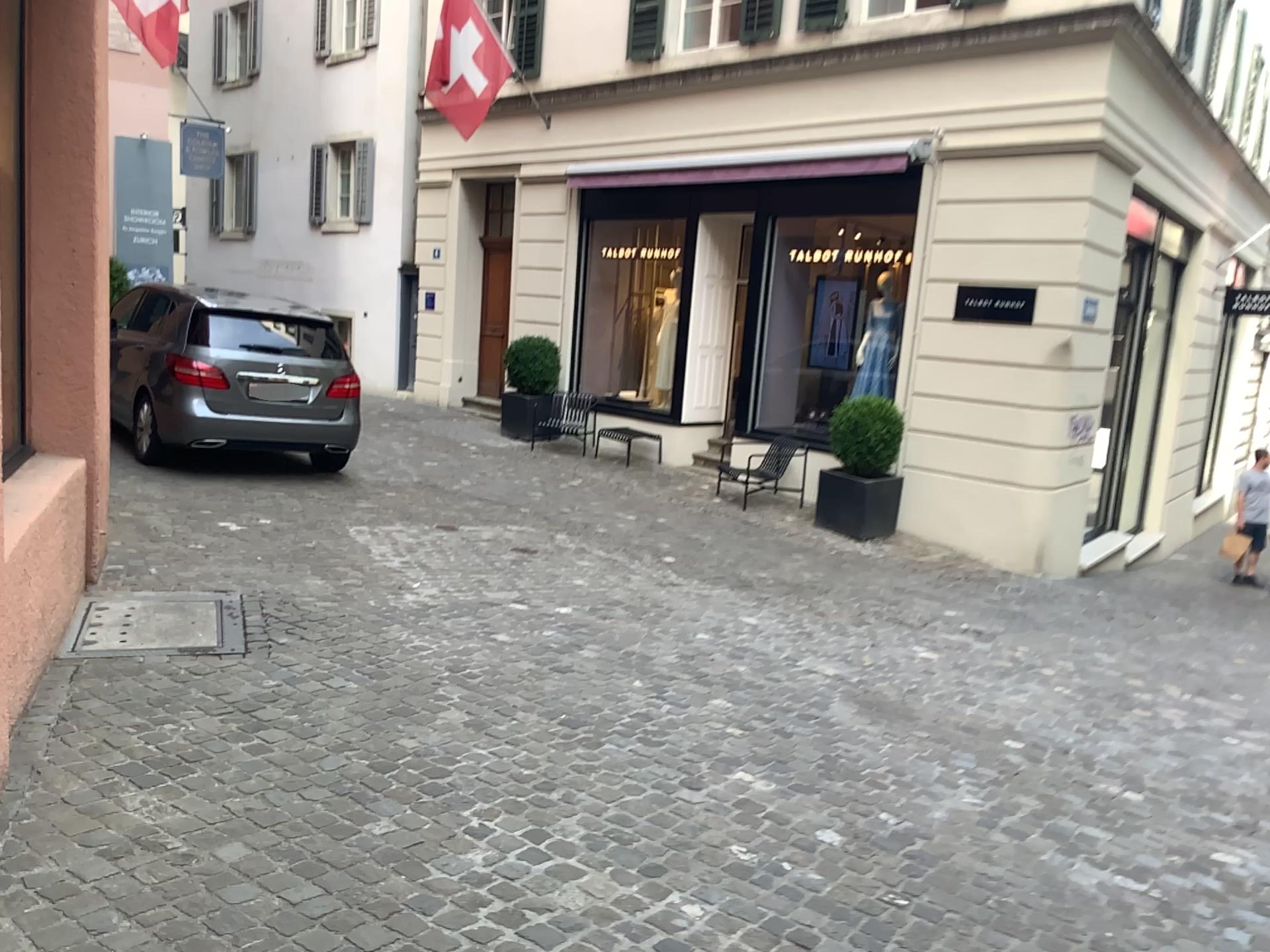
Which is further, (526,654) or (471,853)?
(526,654)
